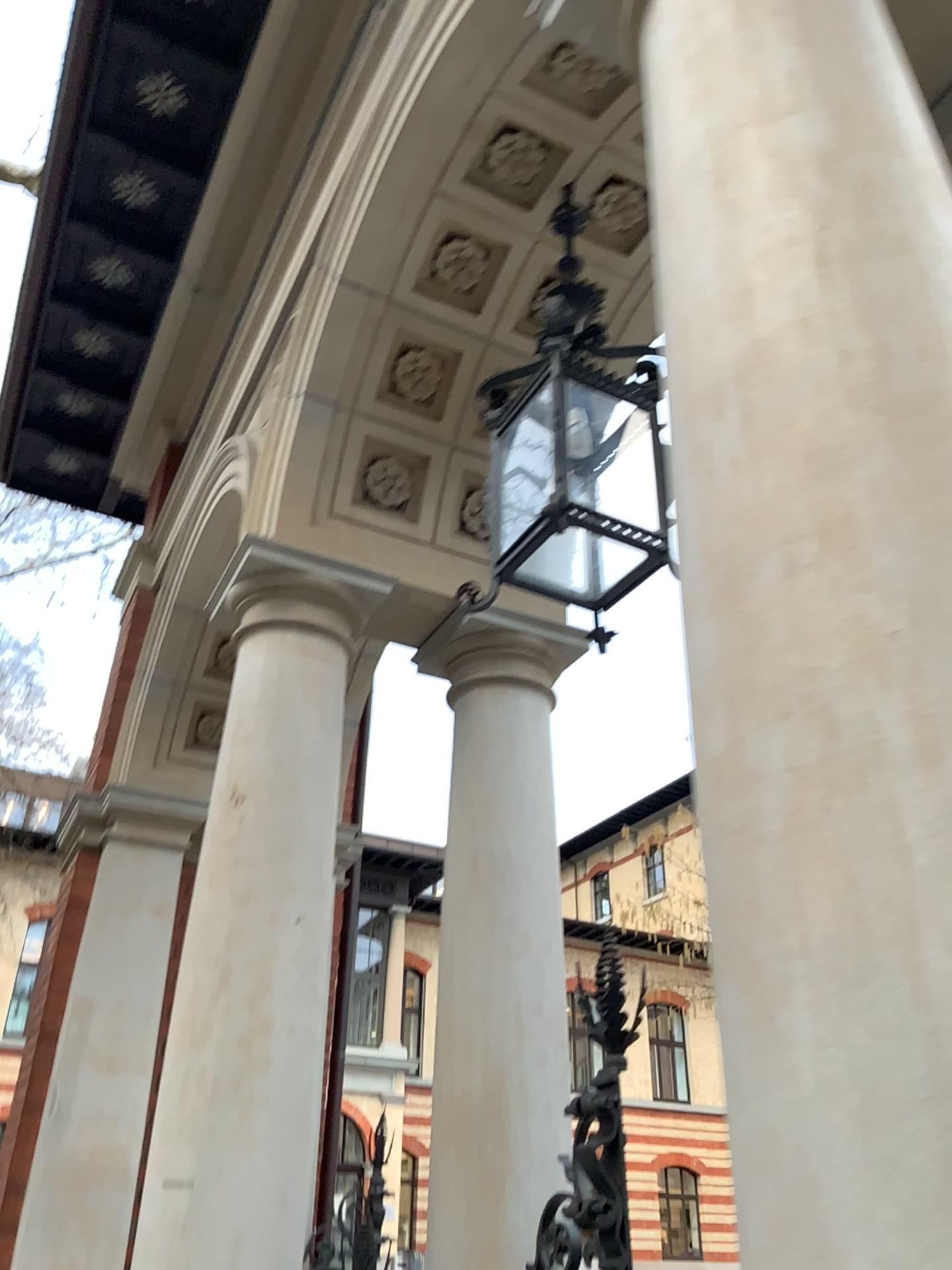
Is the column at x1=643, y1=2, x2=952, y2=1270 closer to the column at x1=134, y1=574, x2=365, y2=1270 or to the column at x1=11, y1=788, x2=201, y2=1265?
the column at x1=134, y1=574, x2=365, y2=1270

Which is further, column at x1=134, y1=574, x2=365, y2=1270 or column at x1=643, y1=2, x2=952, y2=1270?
column at x1=134, y1=574, x2=365, y2=1270

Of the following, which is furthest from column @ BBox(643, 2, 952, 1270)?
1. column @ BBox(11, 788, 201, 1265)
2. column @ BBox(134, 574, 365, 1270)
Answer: column @ BBox(11, 788, 201, 1265)

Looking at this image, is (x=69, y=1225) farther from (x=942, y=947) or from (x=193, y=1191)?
(x=942, y=947)

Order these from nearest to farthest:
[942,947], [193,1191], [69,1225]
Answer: [942,947] < [193,1191] < [69,1225]

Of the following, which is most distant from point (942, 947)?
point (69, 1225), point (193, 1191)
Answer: point (69, 1225)

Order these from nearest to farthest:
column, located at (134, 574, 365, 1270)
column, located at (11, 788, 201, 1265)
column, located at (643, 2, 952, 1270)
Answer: column, located at (643, 2, 952, 1270) → column, located at (134, 574, 365, 1270) → column, located at (11, 788, 201, 1265)

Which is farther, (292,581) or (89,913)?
(89,913)

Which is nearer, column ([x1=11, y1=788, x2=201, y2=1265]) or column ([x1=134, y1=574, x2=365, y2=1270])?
column ([x1=134, y1=574, x2=365, y2=1270])
